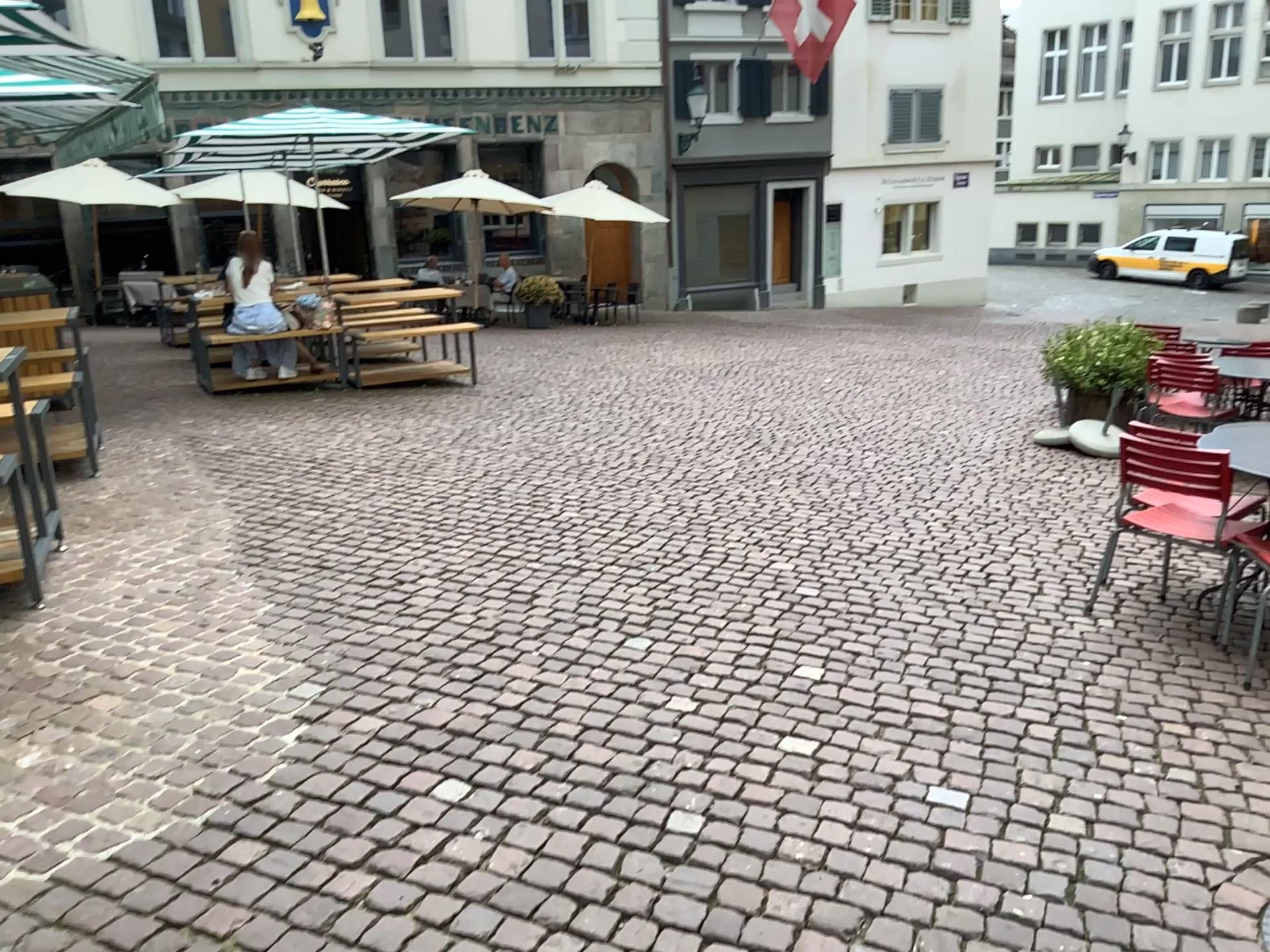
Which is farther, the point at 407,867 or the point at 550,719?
the point at 550,719
